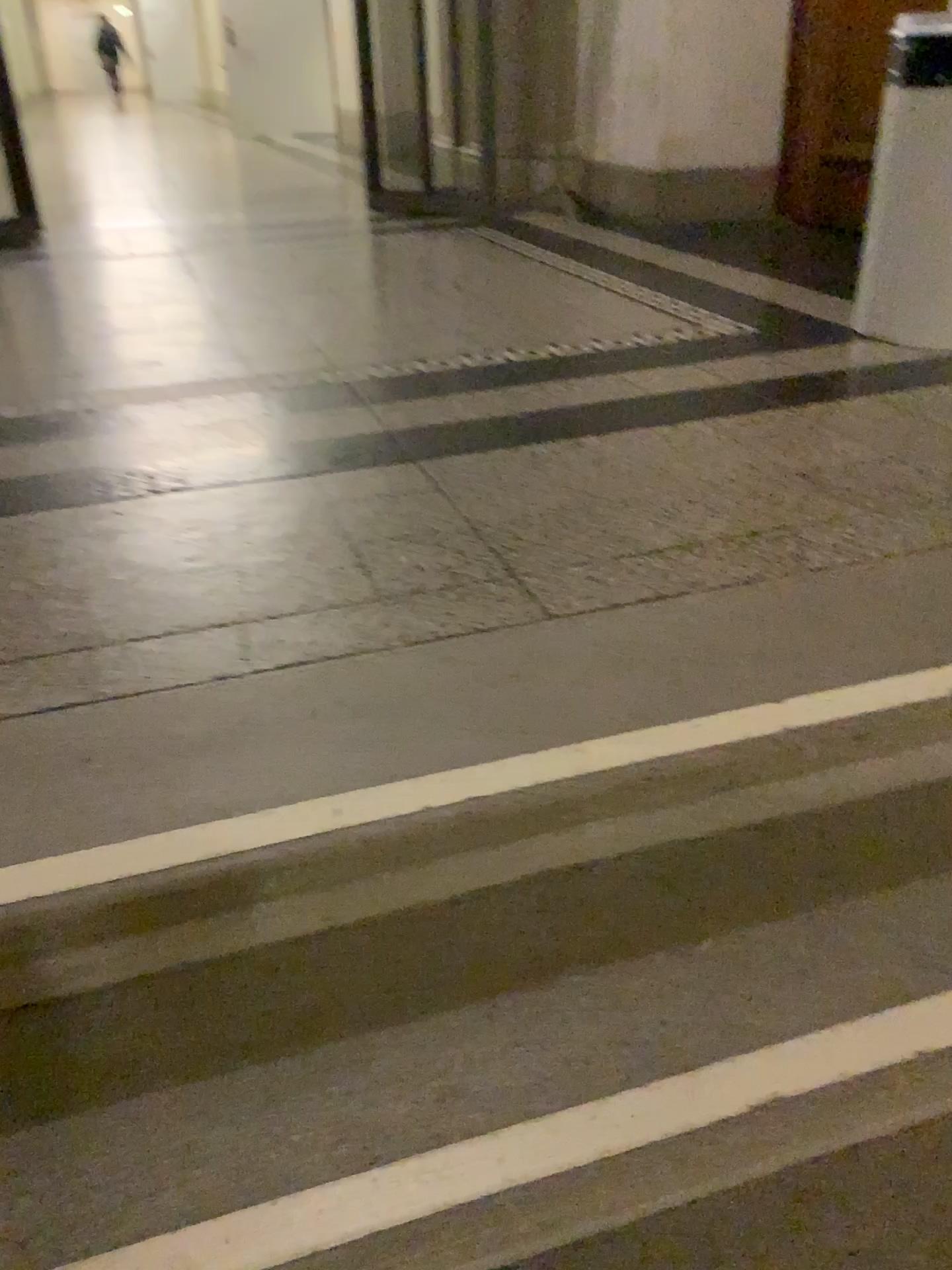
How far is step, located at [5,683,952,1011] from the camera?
1.0m

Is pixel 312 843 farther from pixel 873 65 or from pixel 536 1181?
pixel 873 65

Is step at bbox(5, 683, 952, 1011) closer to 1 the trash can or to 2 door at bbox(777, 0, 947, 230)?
1 the trash can

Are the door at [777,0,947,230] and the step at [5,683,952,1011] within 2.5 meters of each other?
no

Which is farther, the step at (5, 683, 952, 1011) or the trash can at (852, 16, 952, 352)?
the trash can at (852, 16, 952, 352)

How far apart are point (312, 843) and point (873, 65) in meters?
4.1 m

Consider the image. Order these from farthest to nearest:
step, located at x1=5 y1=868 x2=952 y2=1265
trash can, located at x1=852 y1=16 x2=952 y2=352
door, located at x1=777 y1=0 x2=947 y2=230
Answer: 1. door, located at x1=777 y1=0 x2=947 y2=230
2. trash can, located at x1=852 y1=16 x2=952 y2=352
3. step, located at x1=5 y1=868 x2=952 y2=1265

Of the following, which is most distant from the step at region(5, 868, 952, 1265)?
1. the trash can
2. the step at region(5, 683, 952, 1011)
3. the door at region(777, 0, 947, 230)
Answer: the door at region(777, 0, 947, 230)

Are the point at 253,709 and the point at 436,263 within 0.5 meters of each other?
no

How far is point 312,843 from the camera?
1.0m
